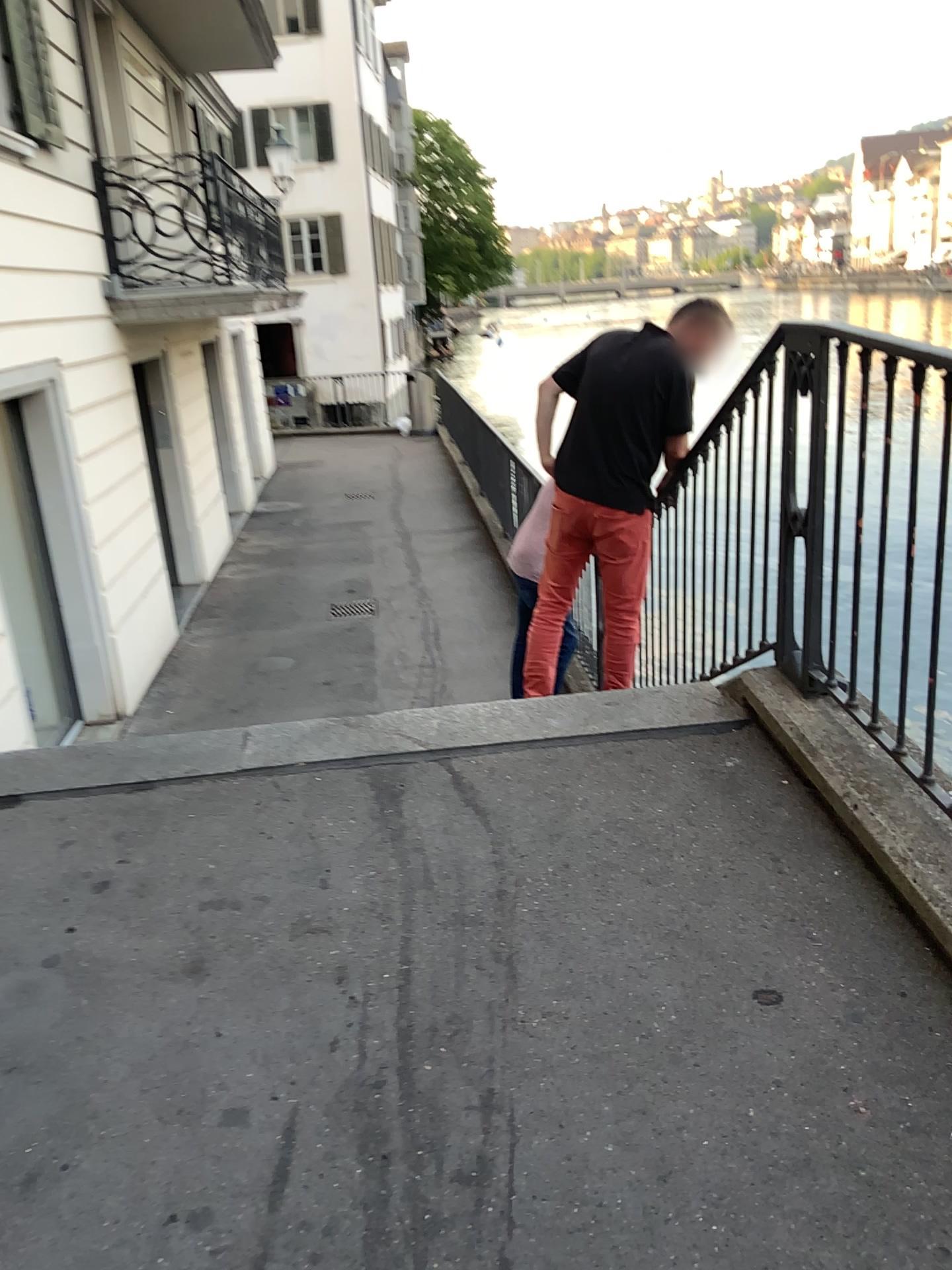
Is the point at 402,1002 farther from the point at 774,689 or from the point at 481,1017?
the point at 774,689
